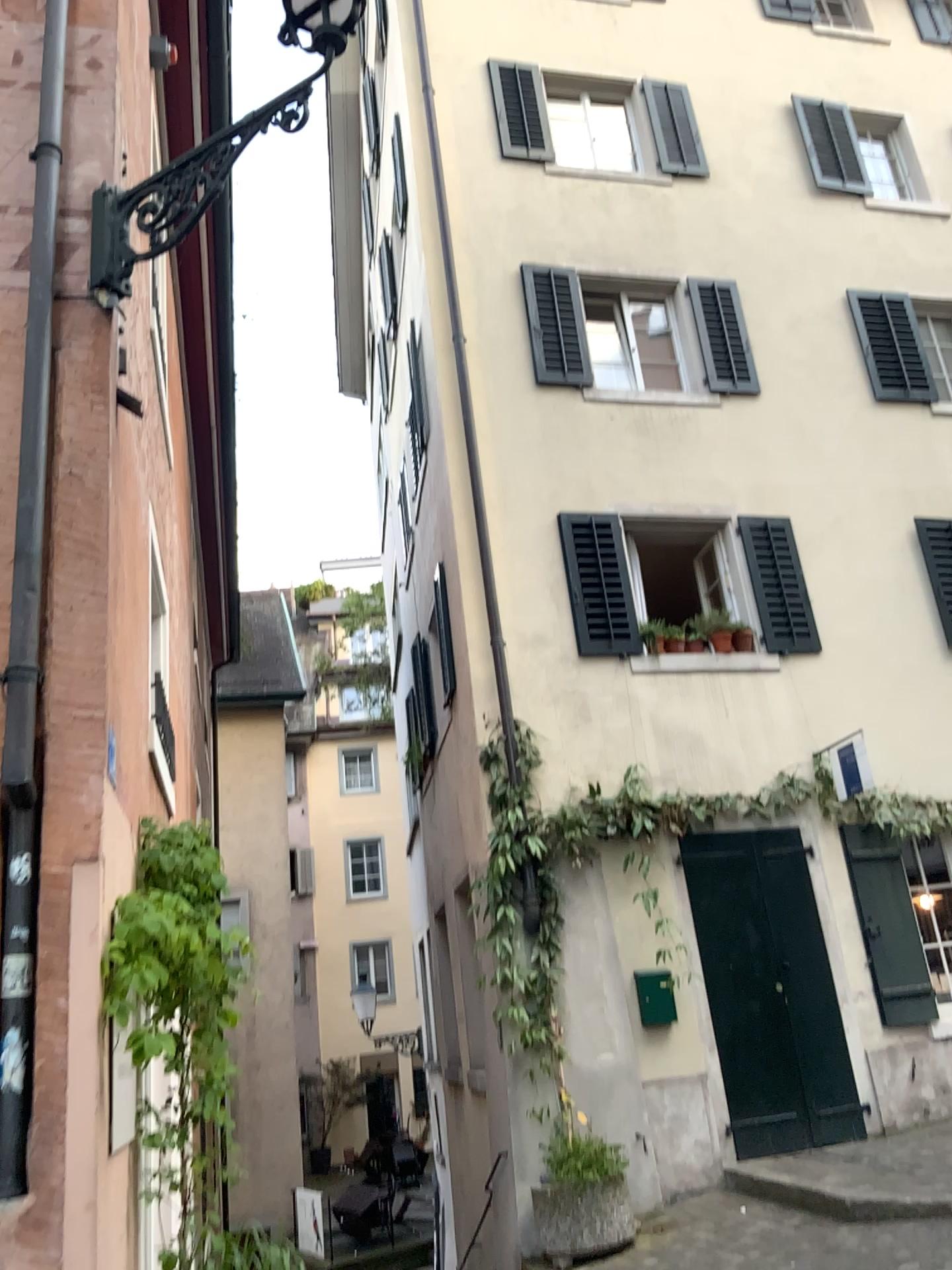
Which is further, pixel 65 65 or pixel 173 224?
pixel 65 65
